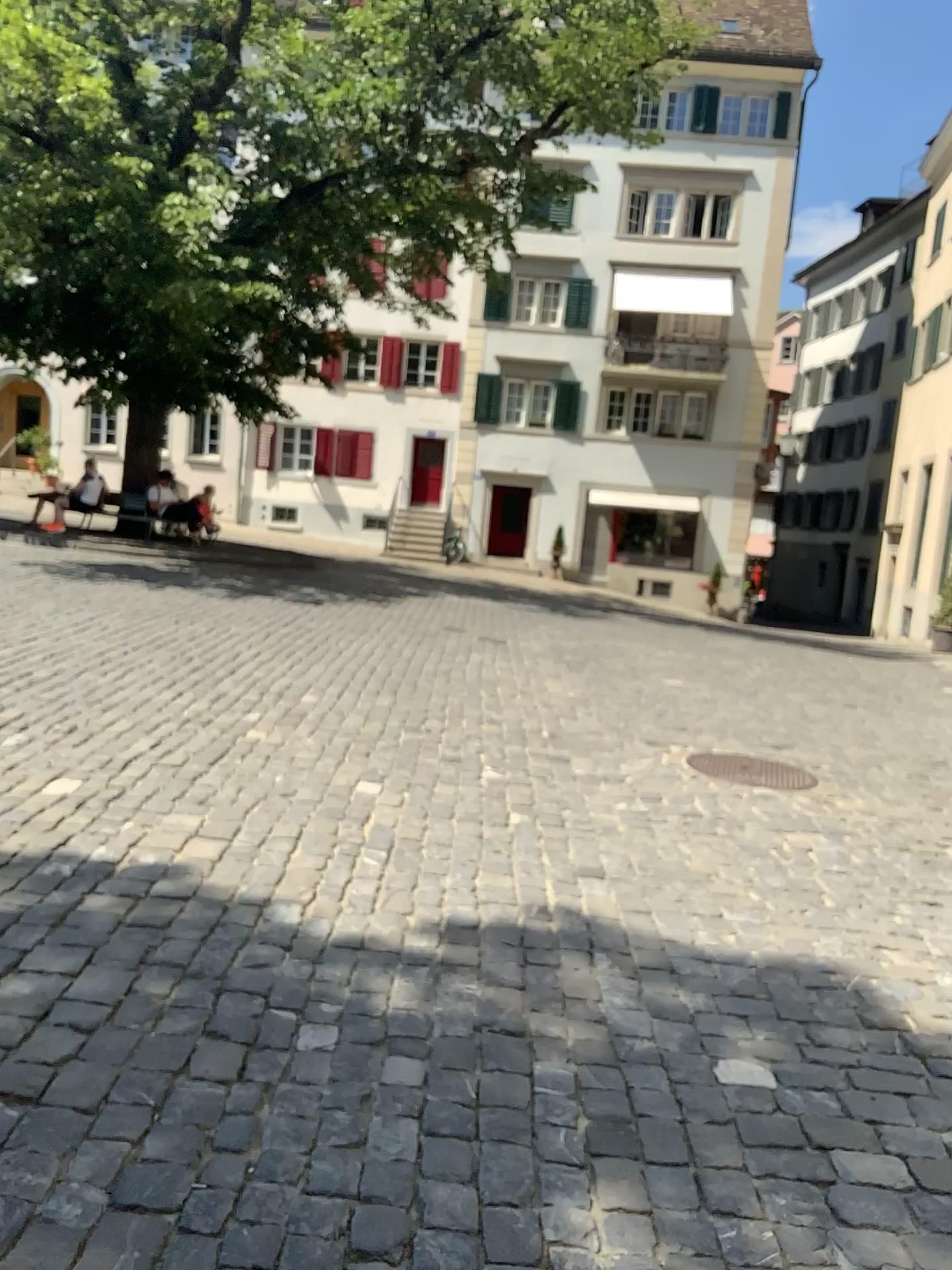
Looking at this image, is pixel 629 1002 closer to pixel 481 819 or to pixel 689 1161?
pixel 689 1161
